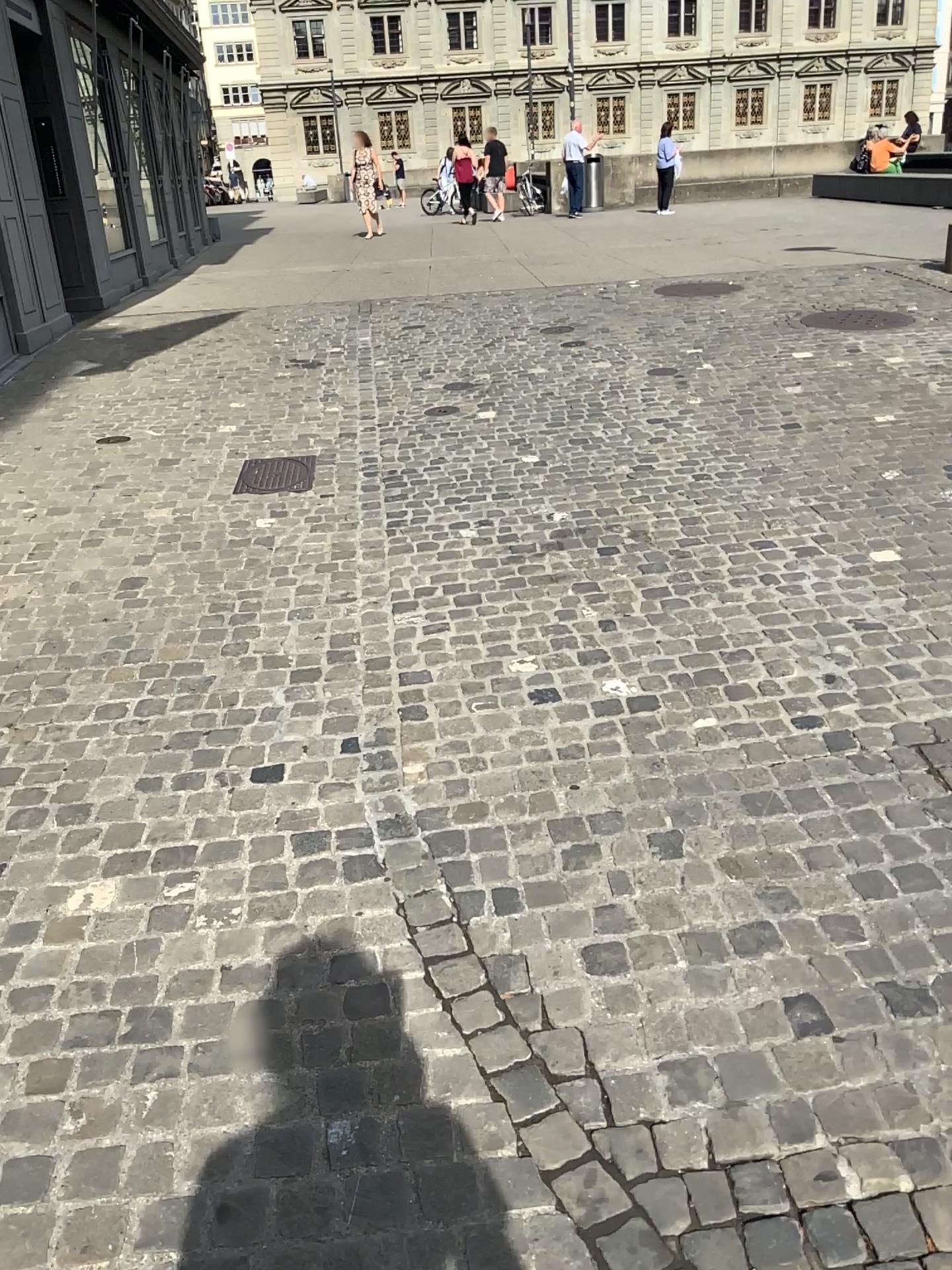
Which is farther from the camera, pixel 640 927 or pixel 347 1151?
pixel 640 927
